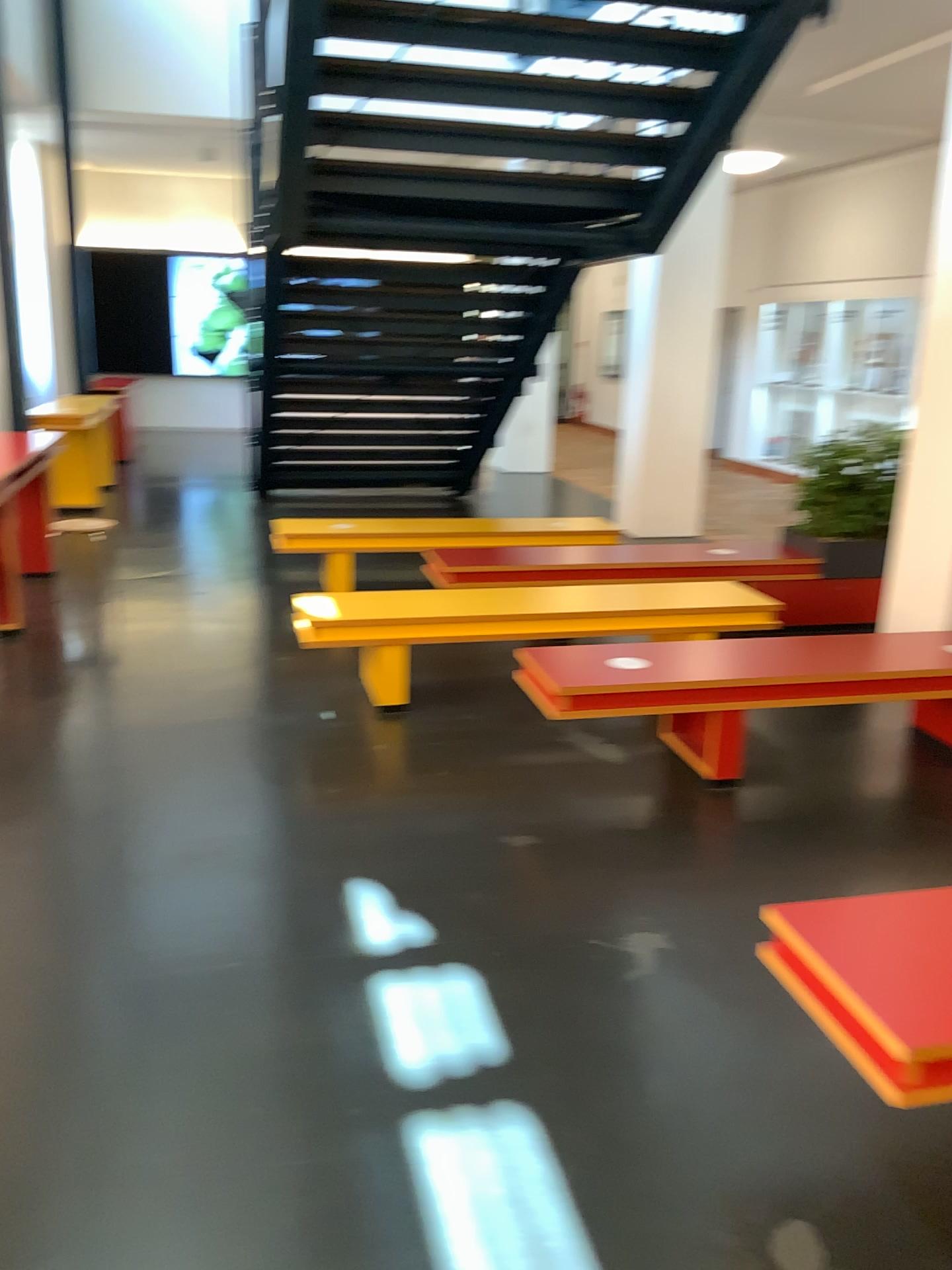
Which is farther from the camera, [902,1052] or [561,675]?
[561,675]

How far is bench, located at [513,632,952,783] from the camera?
3.84m

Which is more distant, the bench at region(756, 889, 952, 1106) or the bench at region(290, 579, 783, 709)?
the bench at region(290, 579, 783, 709)

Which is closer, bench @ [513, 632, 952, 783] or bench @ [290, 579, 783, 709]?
bench @ [513, 632, 952, 783]

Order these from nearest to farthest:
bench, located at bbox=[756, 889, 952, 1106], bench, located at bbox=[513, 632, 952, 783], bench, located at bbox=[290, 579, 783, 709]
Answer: bench, located at bbox=[756, 889, 952, 1106] → bench, located at bbox=[513, 632, 952, 783] → bench, located at bbox=[290, 579, 783, 709]

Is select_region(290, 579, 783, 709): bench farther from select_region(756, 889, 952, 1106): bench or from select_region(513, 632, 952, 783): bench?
select_region(756, 889, 952, 1106): bench

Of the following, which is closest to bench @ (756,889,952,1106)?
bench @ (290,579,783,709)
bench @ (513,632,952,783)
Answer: bench @ (513,632,952,783)

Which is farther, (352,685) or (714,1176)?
(352,685)

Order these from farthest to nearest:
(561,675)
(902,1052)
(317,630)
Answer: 1. (317,630)
2. (561,675)
3. (902,1052)

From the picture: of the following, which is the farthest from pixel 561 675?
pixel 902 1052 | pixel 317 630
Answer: pixel 902 1052
